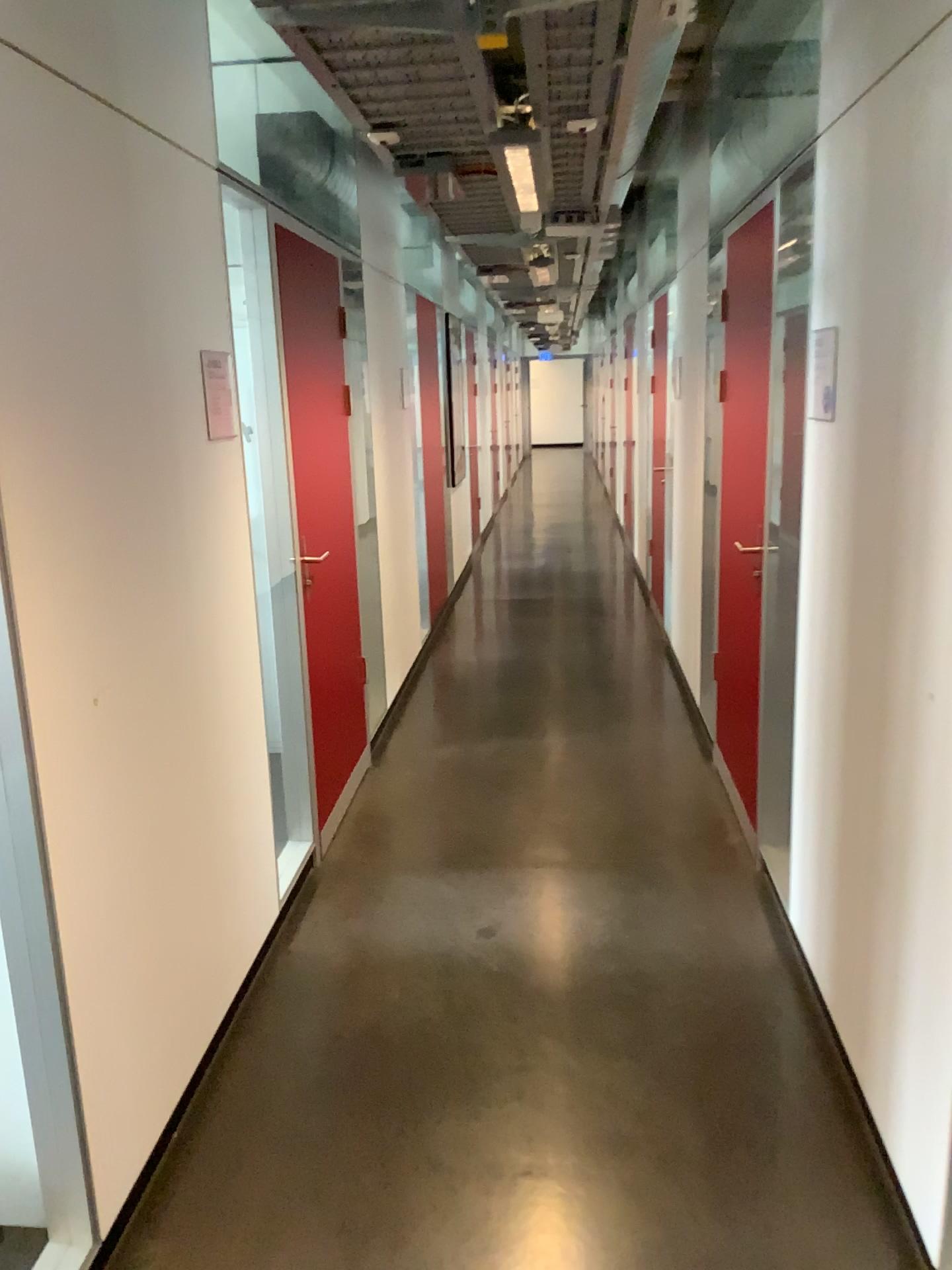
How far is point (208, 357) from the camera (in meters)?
2.62

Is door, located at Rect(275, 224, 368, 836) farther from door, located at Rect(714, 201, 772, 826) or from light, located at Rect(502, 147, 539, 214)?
door, located at Rect(714, 201, 772, 826)

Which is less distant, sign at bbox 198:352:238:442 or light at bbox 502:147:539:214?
sign at bbox 198:352:238:442

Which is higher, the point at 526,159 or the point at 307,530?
the point at 526,159

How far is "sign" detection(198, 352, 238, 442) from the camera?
2.6 meters

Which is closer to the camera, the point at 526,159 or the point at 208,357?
the point at 208,357

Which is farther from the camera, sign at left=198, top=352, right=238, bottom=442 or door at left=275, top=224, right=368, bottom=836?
door at left=275, top=224, right=368, bottom=836

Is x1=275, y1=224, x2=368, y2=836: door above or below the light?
below

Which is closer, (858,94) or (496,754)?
(858,94)

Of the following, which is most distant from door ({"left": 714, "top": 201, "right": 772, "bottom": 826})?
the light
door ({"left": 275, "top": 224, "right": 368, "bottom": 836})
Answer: door ({"left": 275, "top": 224, "right": 368, "bottom": 836})
